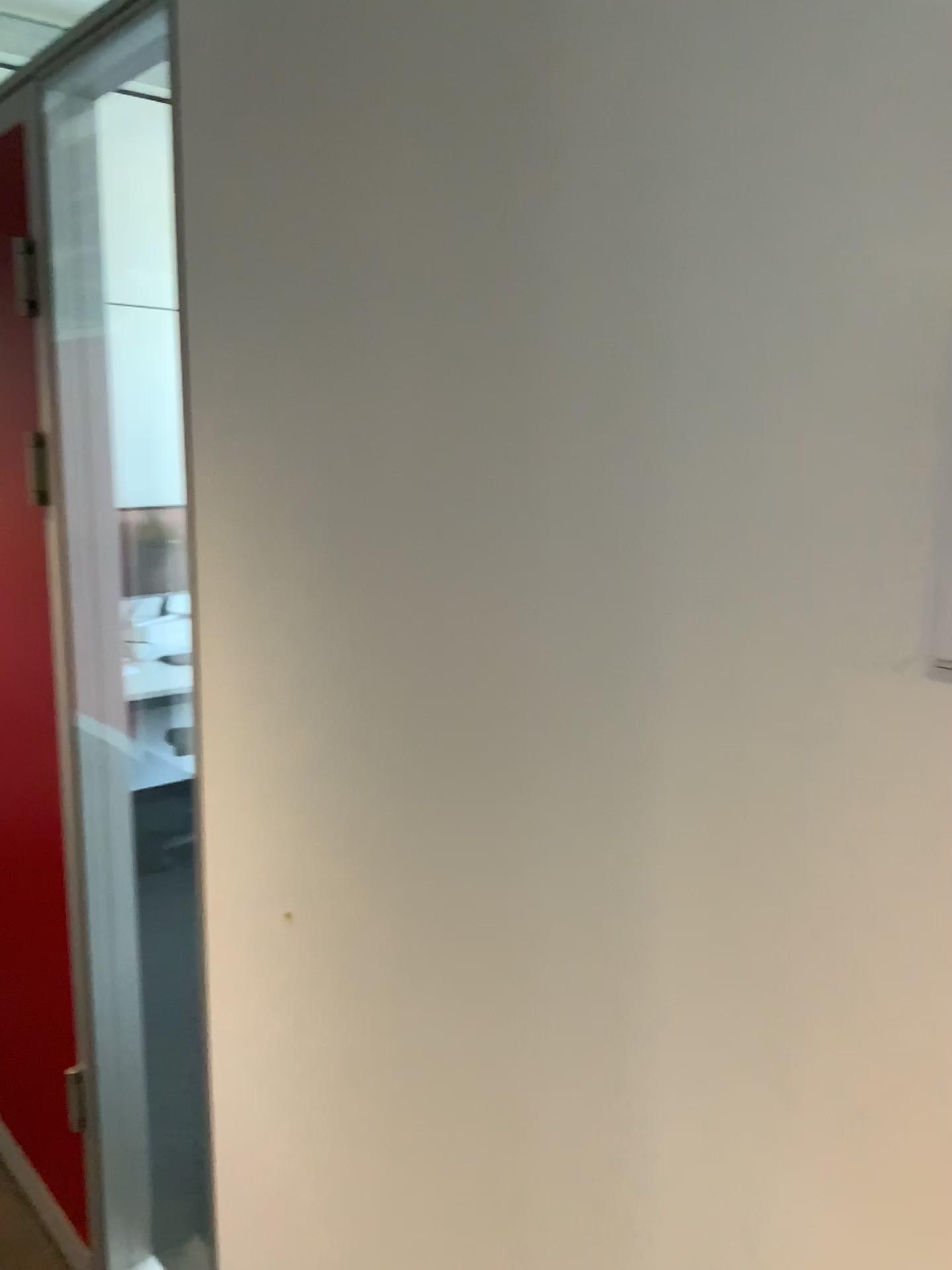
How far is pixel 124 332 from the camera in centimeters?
173cm

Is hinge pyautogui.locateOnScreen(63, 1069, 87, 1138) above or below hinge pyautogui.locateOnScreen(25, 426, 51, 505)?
below

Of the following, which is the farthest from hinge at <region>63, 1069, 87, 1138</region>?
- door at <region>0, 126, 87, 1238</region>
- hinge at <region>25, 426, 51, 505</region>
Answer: hinge at <region>25, 426, 51, 505</region>

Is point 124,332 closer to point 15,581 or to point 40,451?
point 40,451

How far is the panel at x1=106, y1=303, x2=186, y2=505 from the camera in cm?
173

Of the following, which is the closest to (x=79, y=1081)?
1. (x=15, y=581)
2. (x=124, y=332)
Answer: (x=15, y=581)

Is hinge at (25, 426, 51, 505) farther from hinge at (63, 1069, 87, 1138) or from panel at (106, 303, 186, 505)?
hinge at (63, 1069, 87, 1138)

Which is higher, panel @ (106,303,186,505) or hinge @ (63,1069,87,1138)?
panel @ (106,303,186,505)

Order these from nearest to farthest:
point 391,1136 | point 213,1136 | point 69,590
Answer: point 391,1136 < point 213,1136 < point 69,590

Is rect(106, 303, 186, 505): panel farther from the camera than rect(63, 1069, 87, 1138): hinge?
No
